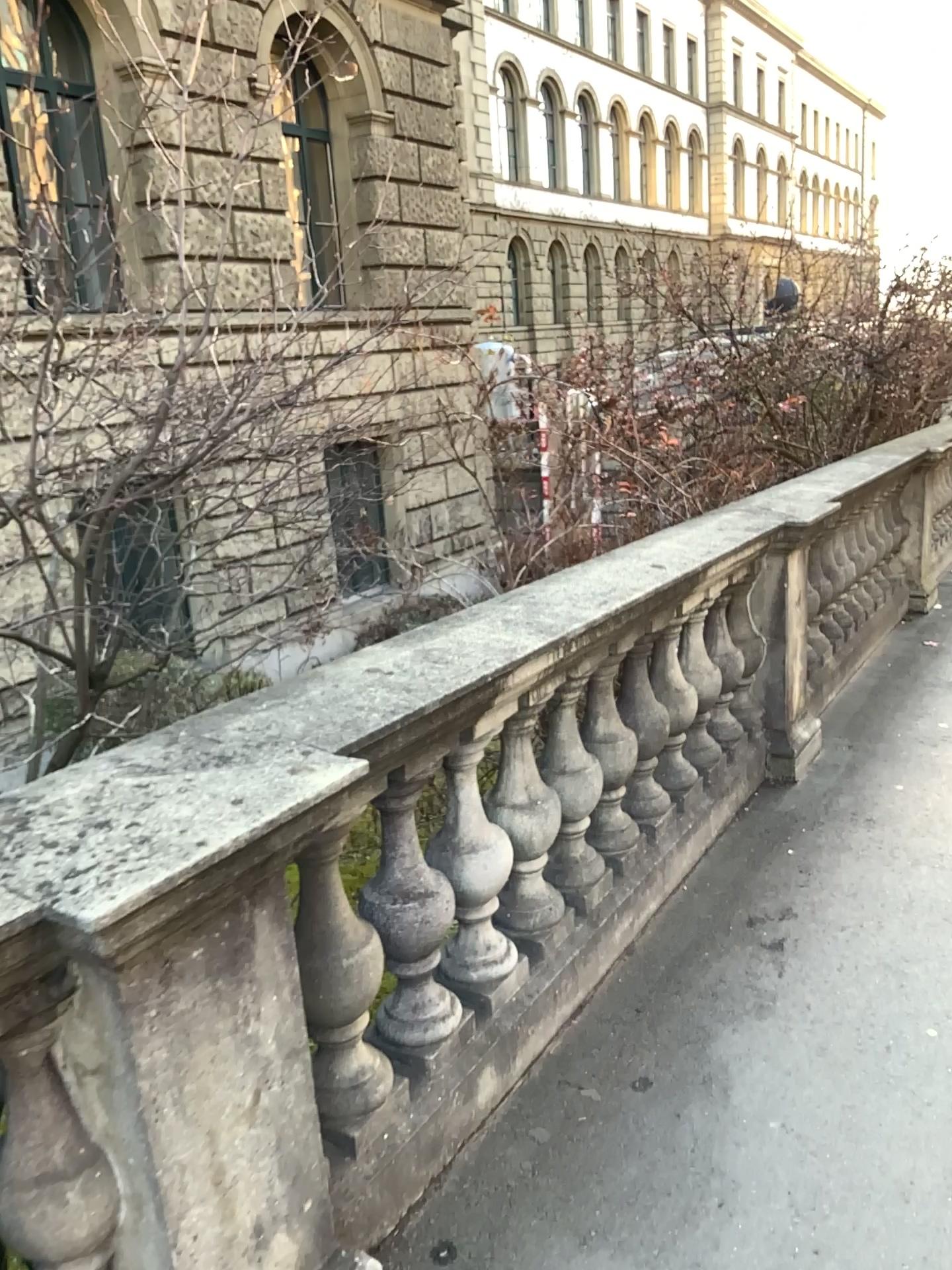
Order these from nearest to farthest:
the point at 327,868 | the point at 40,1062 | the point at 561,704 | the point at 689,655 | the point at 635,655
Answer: the point at 40,1062, the point at 327,868, the point at 561,704, the point at 635,655, the point at 689,655

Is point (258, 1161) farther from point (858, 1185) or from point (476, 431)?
point (476, 431)

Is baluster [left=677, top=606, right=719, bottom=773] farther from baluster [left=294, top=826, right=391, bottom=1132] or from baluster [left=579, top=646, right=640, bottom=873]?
baluster [left=294, top=826, right=391, bottom=1132]

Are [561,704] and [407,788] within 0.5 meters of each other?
no

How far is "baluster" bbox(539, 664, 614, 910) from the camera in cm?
274

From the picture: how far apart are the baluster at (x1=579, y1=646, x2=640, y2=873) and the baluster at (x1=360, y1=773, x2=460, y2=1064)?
0.7 meters

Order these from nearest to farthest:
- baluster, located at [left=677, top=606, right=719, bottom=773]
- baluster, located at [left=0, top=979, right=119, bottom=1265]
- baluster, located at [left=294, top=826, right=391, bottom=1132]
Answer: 1. baluster, located at [left=0, top=979, right=119, bottom=1265]
2. baluster, located at [left=294, top=826, right=391, bottom=1132]
3. baluster, located at [left=677, top=606, right=719, bottom=773]

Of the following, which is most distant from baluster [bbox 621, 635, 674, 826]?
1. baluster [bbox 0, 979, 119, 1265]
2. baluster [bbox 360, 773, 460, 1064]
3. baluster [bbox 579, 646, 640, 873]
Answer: baluster [bbox 0, 979, 119, 1265]

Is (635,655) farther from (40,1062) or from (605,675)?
(40,1062)

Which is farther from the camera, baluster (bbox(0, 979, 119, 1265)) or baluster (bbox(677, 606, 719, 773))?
baluster (bbox(677, 606, 719, 773))
